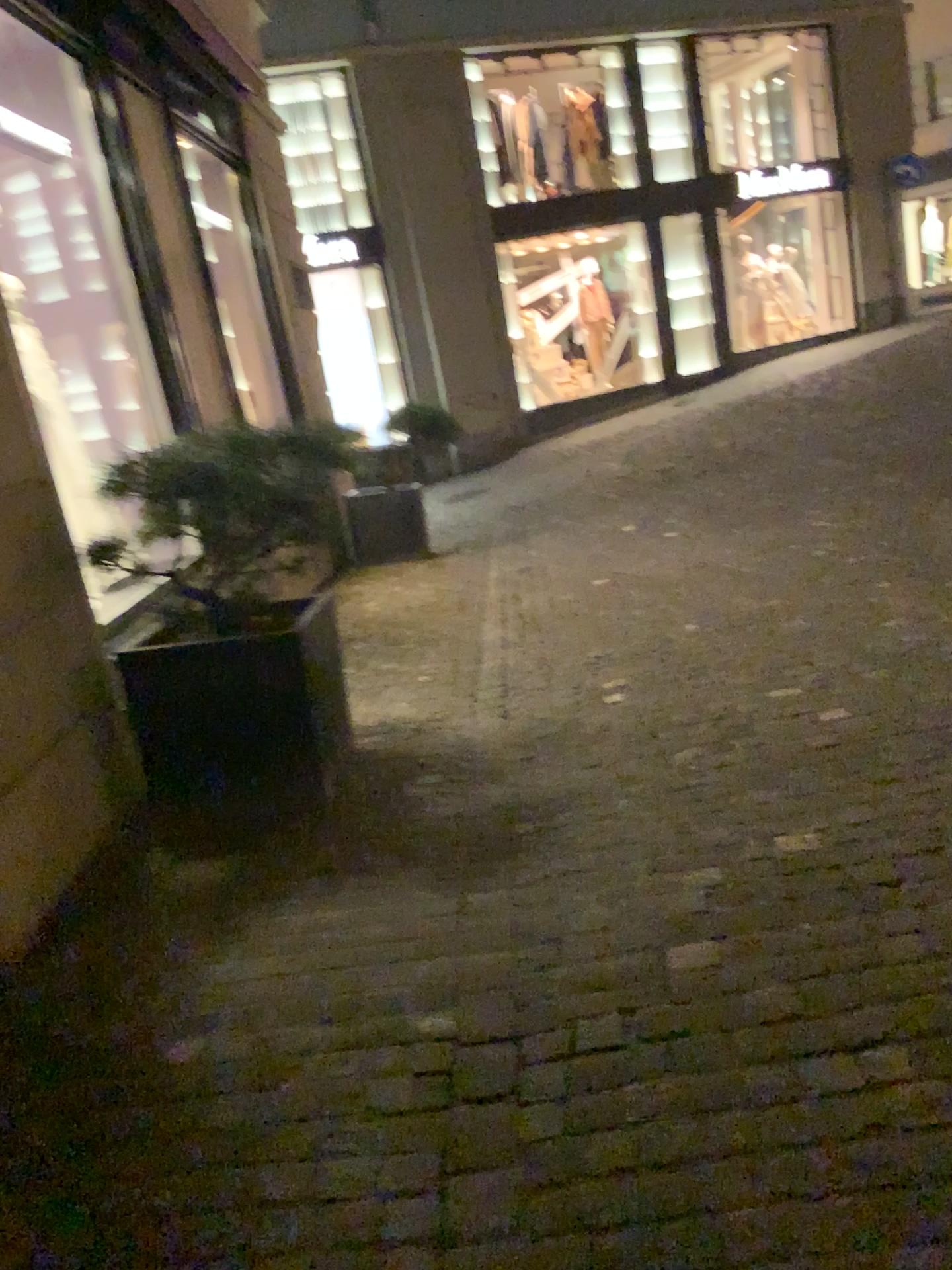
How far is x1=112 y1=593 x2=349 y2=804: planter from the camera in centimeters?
339cm

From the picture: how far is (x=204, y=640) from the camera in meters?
3.4 m

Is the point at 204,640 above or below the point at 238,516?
below

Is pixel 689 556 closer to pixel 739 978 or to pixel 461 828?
pixel 461 828
